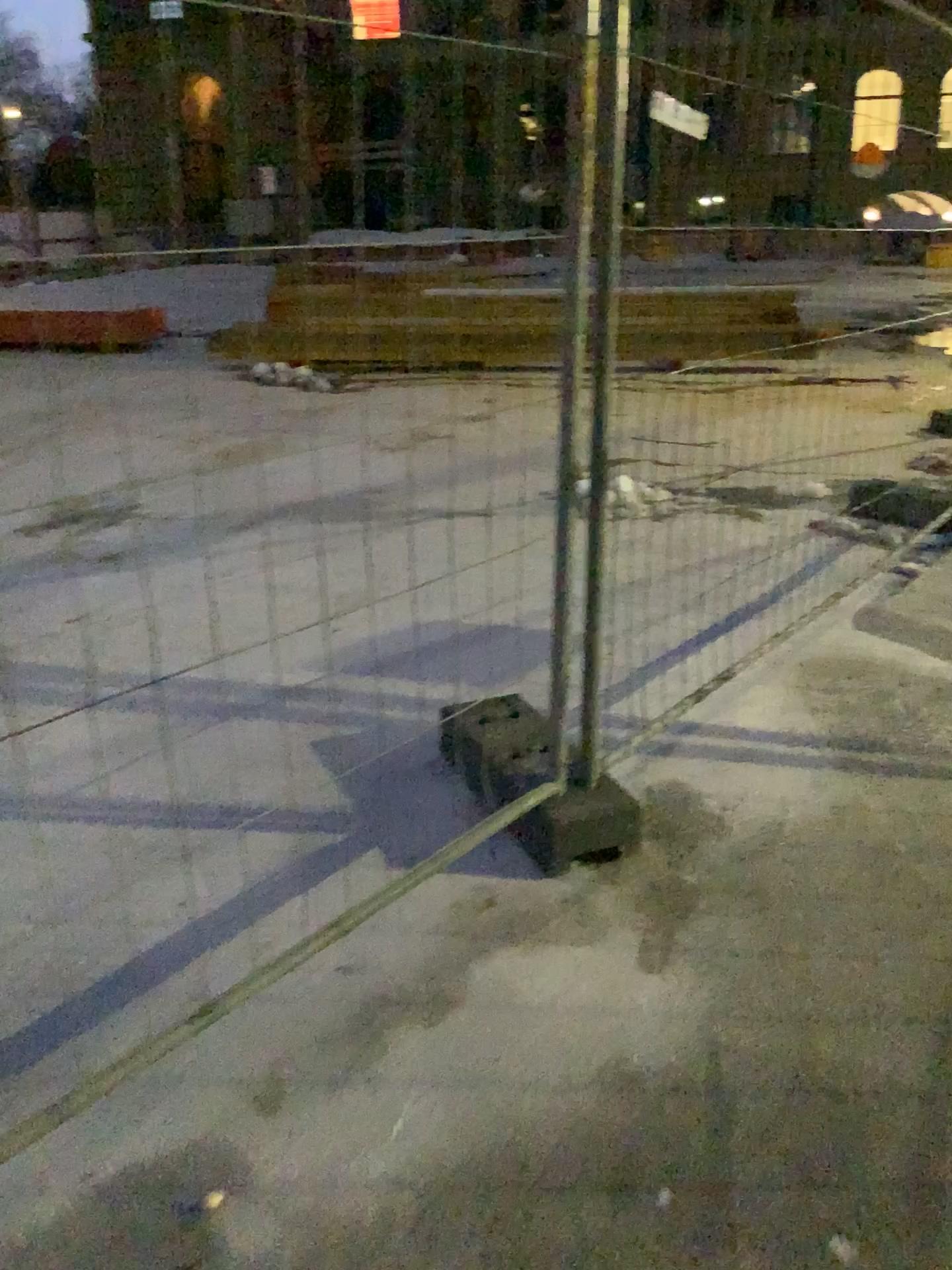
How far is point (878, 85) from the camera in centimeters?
309cm

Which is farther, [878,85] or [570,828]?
[878,85]

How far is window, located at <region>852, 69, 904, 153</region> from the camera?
3.1 meters

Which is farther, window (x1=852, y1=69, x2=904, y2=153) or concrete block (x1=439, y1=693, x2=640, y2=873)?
window (x1=852, y1=69, x2=904, y2=153)

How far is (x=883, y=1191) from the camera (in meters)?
1.60

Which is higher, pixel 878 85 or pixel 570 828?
pixel 878 85

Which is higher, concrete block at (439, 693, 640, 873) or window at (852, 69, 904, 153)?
window at (852, 69, 904, 153)
